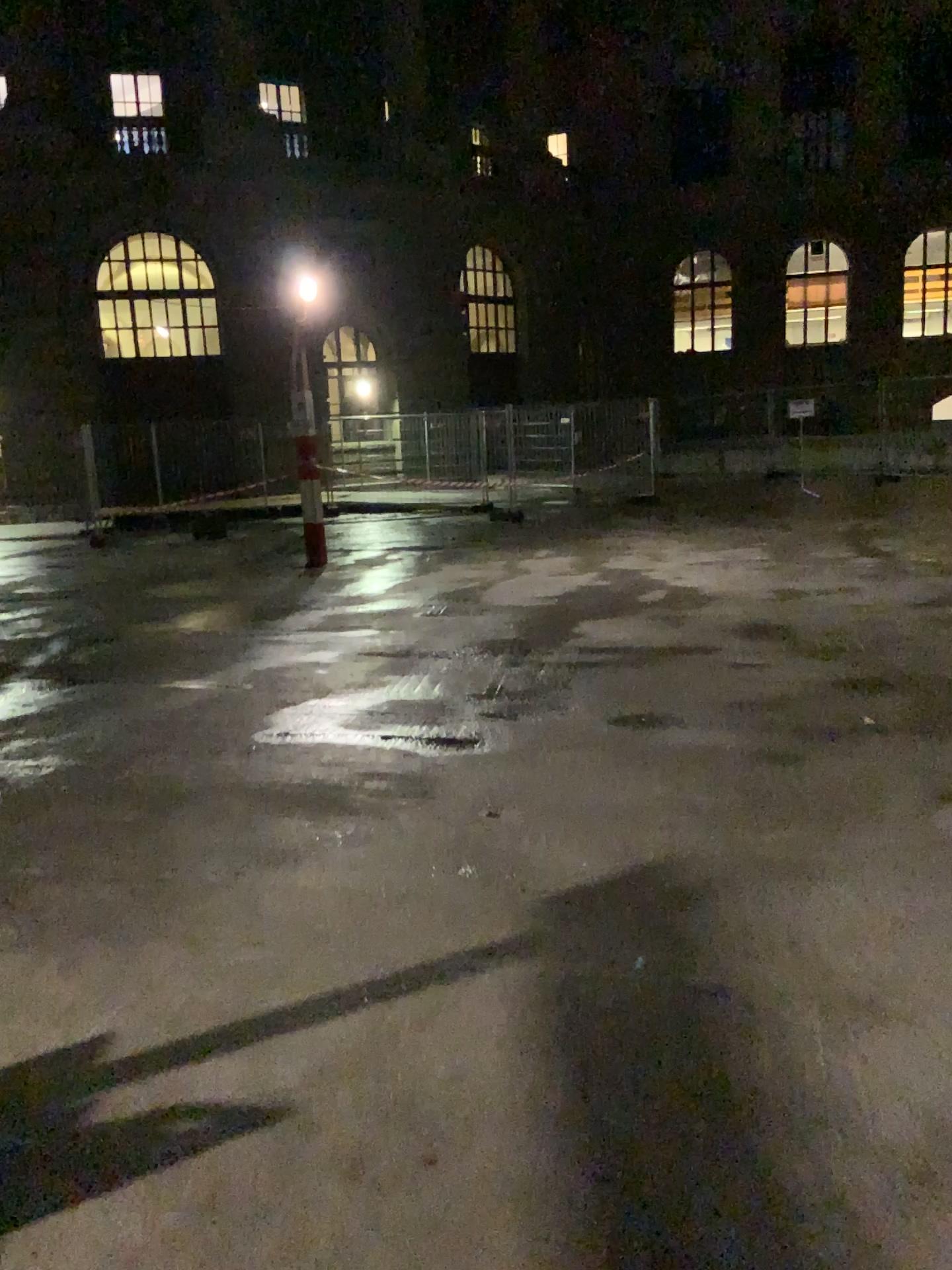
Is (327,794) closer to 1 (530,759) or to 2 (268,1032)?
1 (530,759)
